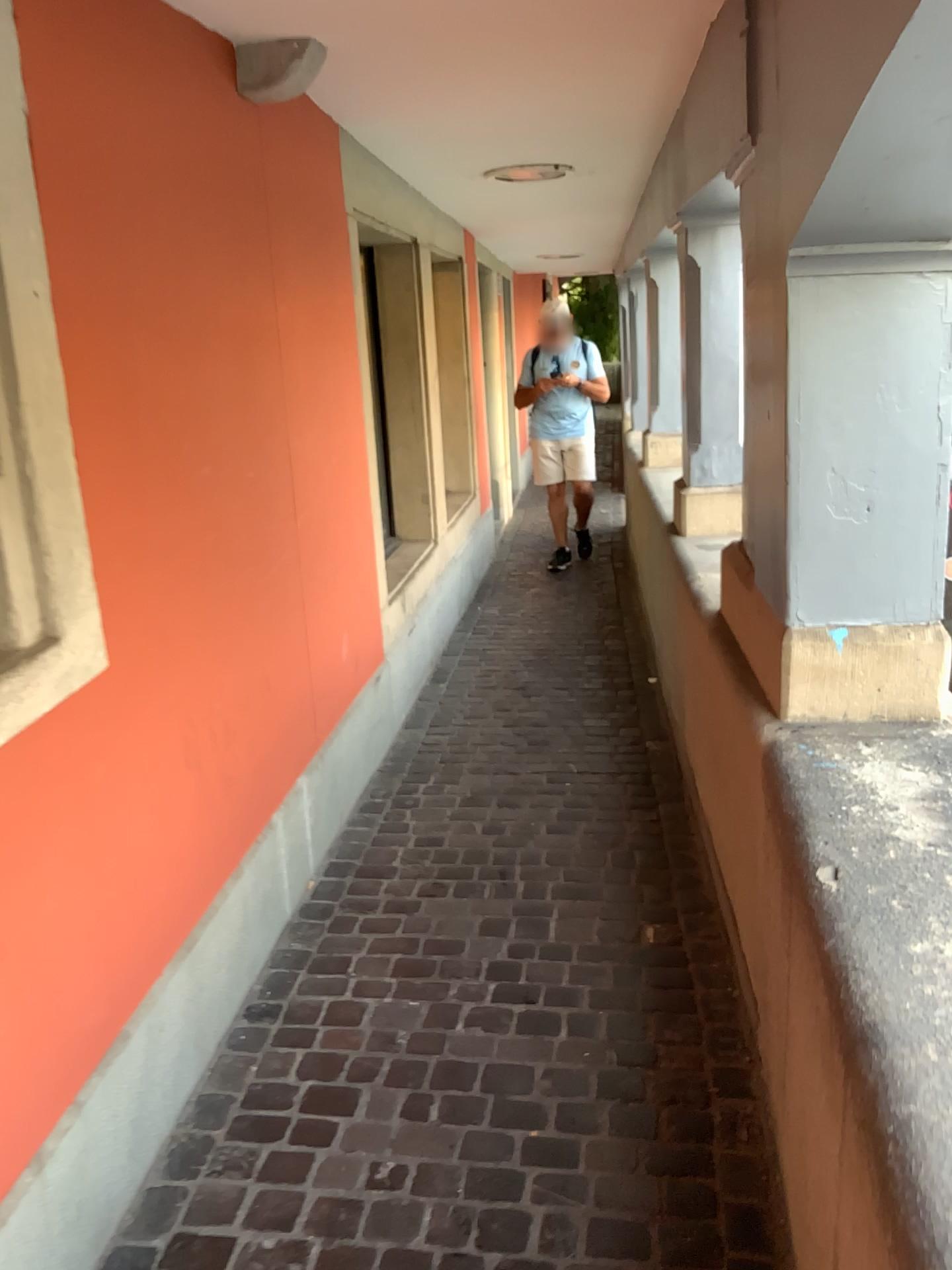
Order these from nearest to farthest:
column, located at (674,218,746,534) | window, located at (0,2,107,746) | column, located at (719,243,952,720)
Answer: window, located at (0,2,107,746), column, located at (719,243,952,720), column, located at (674,218,746,534)

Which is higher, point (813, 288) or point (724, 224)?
point (724, 224)

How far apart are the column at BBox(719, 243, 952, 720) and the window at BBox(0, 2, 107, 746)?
1.2m

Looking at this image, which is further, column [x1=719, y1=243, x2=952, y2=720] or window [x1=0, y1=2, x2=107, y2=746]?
column [x1=719, y1=243, x2=952, y2=720]

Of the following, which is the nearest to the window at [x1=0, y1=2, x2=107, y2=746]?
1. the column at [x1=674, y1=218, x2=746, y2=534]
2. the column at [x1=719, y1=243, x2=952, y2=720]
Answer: the column at [x1=719, y1=243, x2=952, y2=720]

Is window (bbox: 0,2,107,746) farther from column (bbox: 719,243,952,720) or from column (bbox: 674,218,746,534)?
column (bbox: 674,218,746,534)

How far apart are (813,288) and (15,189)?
1.3m

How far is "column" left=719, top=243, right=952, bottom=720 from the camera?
1.9 meters

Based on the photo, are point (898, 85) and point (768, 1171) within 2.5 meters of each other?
yes

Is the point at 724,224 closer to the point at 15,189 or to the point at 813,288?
the point at 813,288
